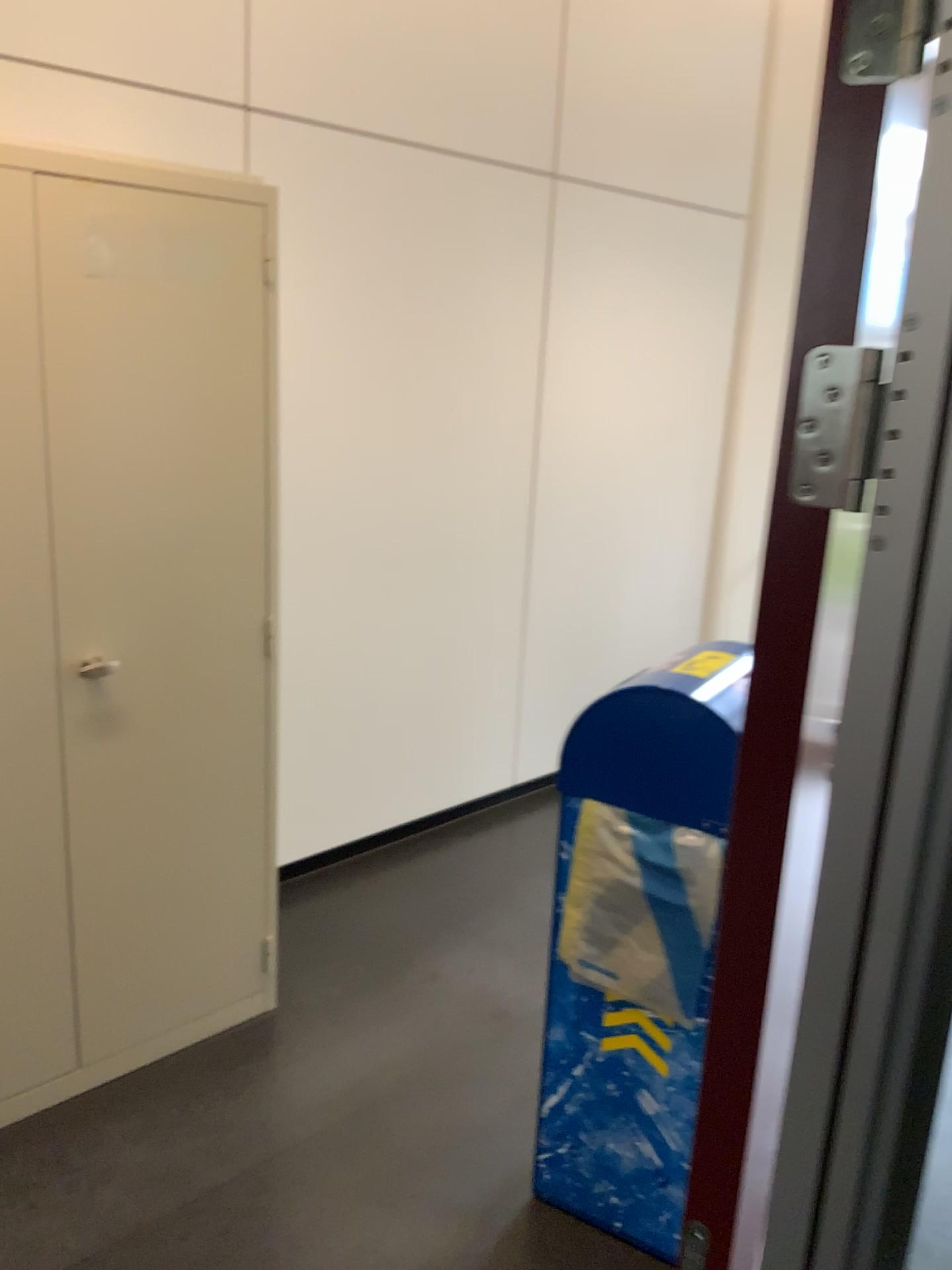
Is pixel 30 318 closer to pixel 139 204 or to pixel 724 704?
pixel 139 204

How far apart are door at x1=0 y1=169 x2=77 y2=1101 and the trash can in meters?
1.0 m

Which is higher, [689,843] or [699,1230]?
[689,843]

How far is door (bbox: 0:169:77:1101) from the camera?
1.90m

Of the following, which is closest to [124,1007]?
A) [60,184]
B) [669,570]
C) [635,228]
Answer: [60,184]

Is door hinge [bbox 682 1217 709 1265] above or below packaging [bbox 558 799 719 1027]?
below

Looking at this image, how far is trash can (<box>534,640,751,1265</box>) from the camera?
1.8m

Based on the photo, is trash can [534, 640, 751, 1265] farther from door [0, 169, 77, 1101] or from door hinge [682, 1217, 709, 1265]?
door [0, 169, 77, 1101]

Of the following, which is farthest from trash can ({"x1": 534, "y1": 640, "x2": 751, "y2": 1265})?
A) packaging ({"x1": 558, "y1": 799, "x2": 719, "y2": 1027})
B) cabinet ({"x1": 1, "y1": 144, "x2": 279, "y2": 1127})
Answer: cabinet ({"x1": 1, "y1": 144, "x2": 279, "y2": 1127})

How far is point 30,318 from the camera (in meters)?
1.90
